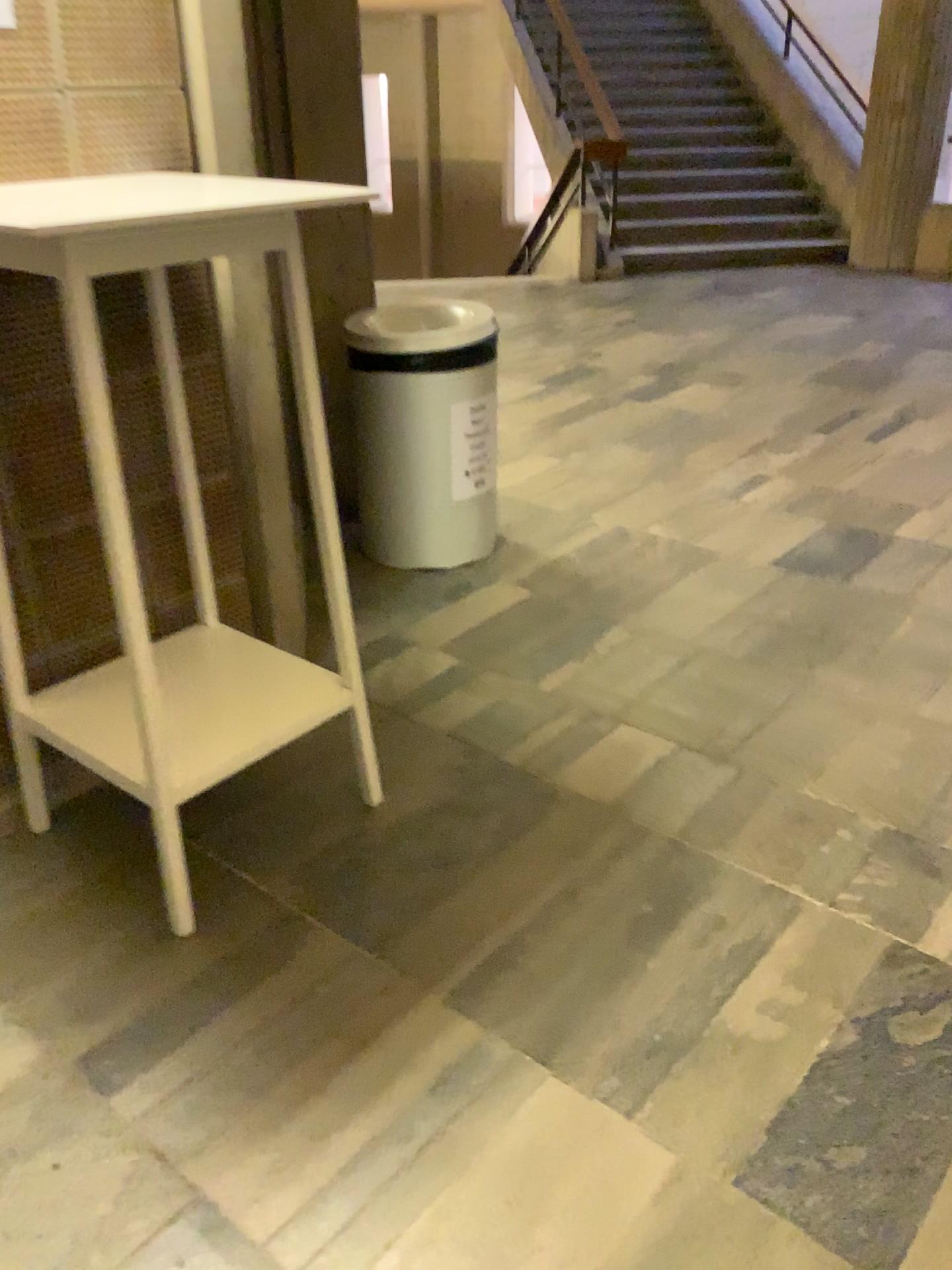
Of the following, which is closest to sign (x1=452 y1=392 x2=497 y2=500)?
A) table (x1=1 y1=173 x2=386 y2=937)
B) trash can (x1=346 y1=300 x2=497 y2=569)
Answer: trash can (x1=346 y1=300 x2=497 y2=569)

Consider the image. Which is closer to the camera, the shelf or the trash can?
the shelf

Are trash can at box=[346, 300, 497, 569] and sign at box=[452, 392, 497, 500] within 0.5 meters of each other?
yes

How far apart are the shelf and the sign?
1.1 meters

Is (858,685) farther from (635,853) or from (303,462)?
(303,462)

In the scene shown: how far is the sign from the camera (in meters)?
3.09

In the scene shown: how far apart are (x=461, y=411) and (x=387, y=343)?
0.3m

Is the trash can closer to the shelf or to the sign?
the sign

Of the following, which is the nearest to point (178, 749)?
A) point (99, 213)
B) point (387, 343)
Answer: point (99, 213)

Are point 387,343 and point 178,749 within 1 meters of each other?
no
